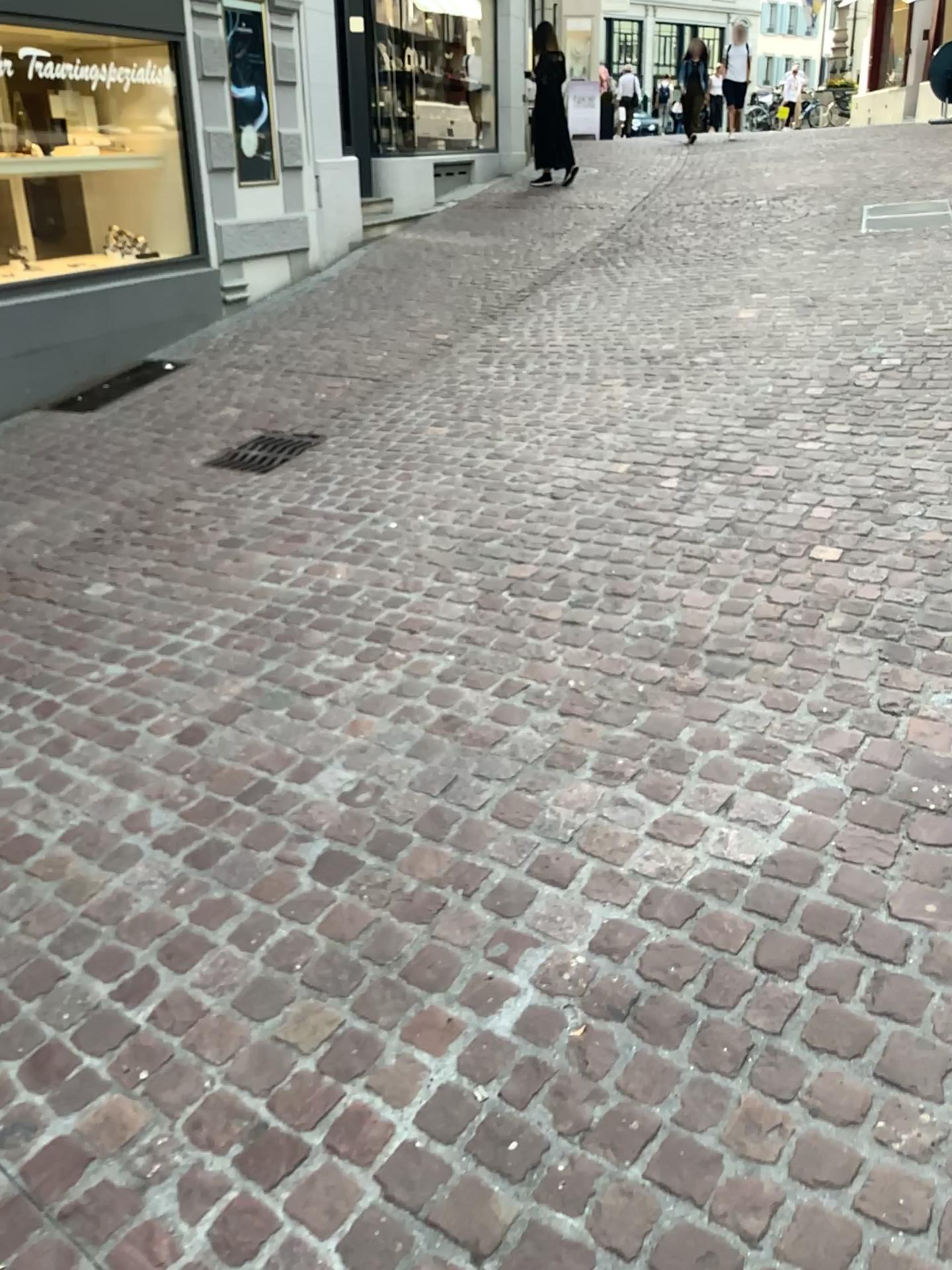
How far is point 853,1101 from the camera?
1.57m
